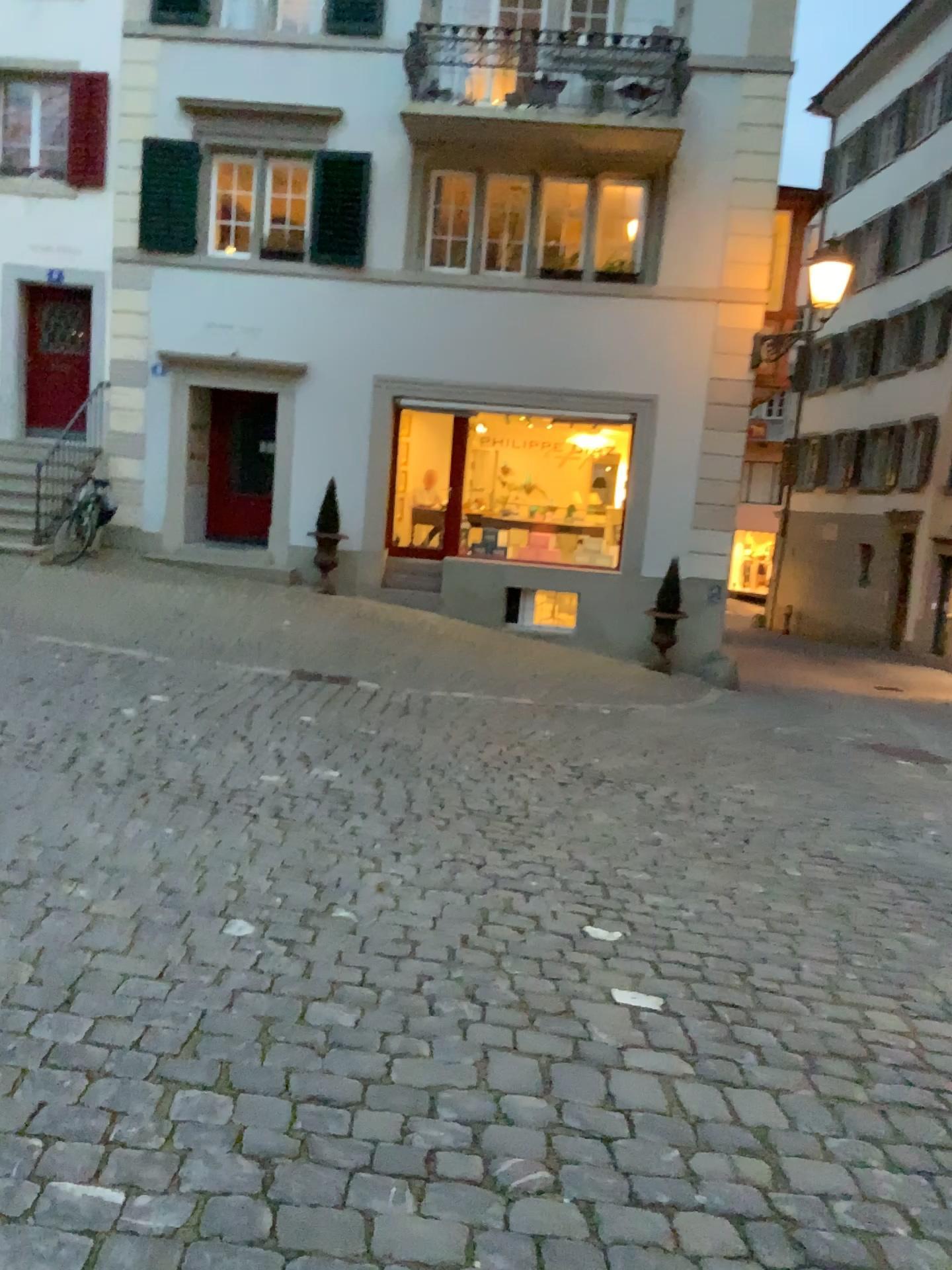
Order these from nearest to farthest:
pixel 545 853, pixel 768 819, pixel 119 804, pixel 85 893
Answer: pixel 85 893 → pixel 119 804 → pixel 545 853 → pixel 768 819
